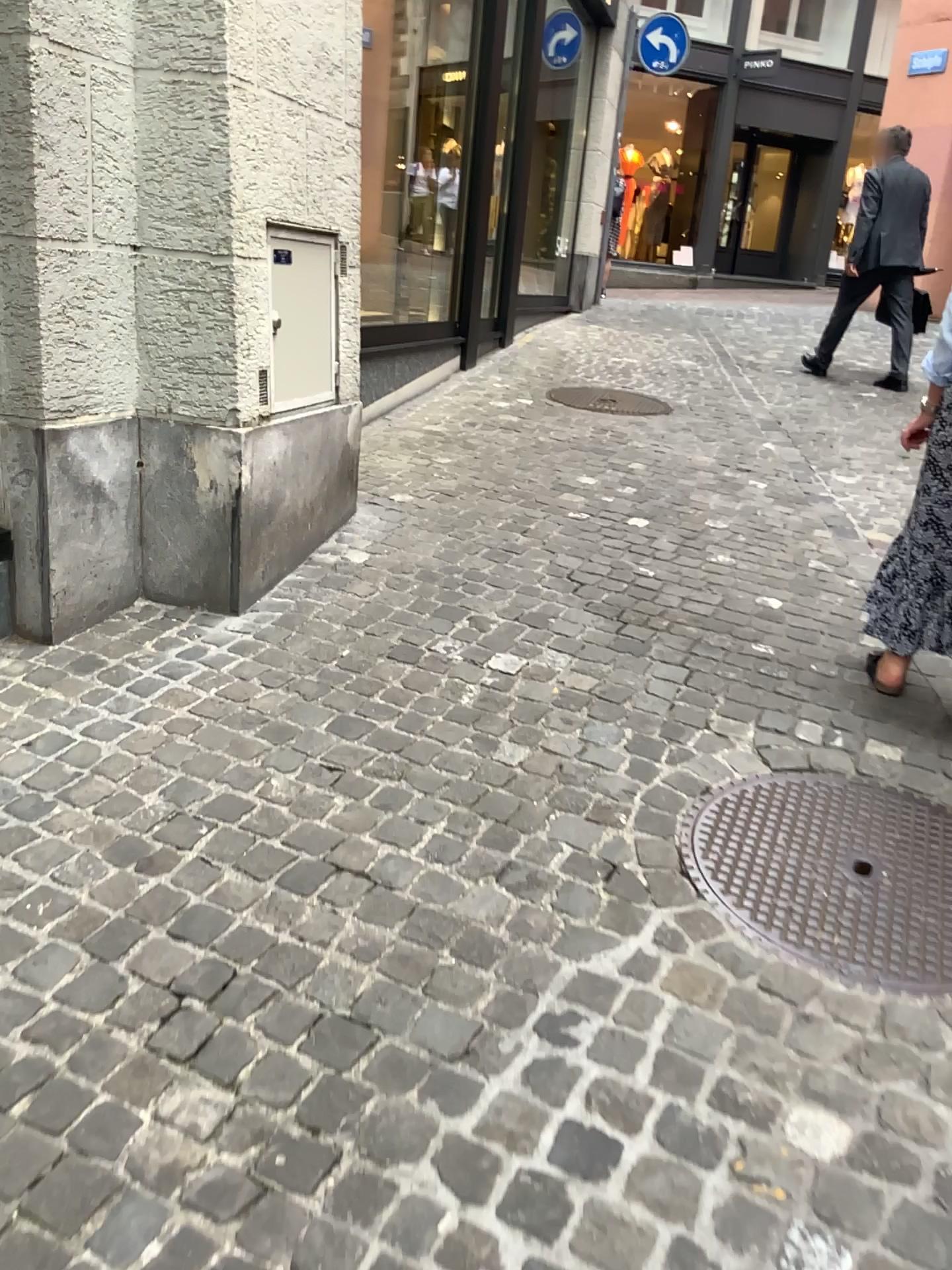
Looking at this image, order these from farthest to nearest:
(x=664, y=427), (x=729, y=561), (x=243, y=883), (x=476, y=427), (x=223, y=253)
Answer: (x=664, y=427) < (x=476, y=427) < (x=729, y=561) < (x=223, y=253) < (x=243, y=883)
